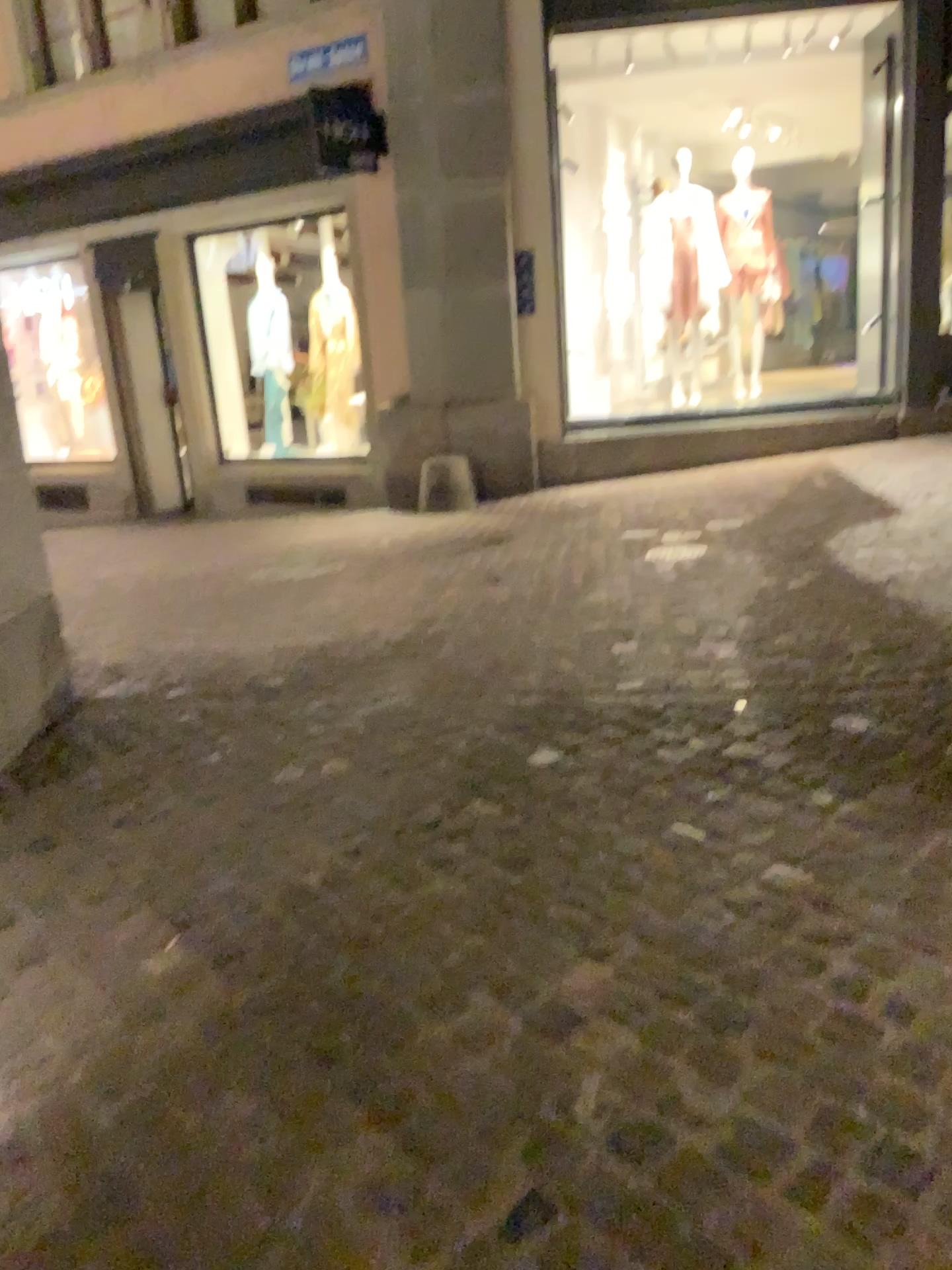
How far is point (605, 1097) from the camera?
1.7m
